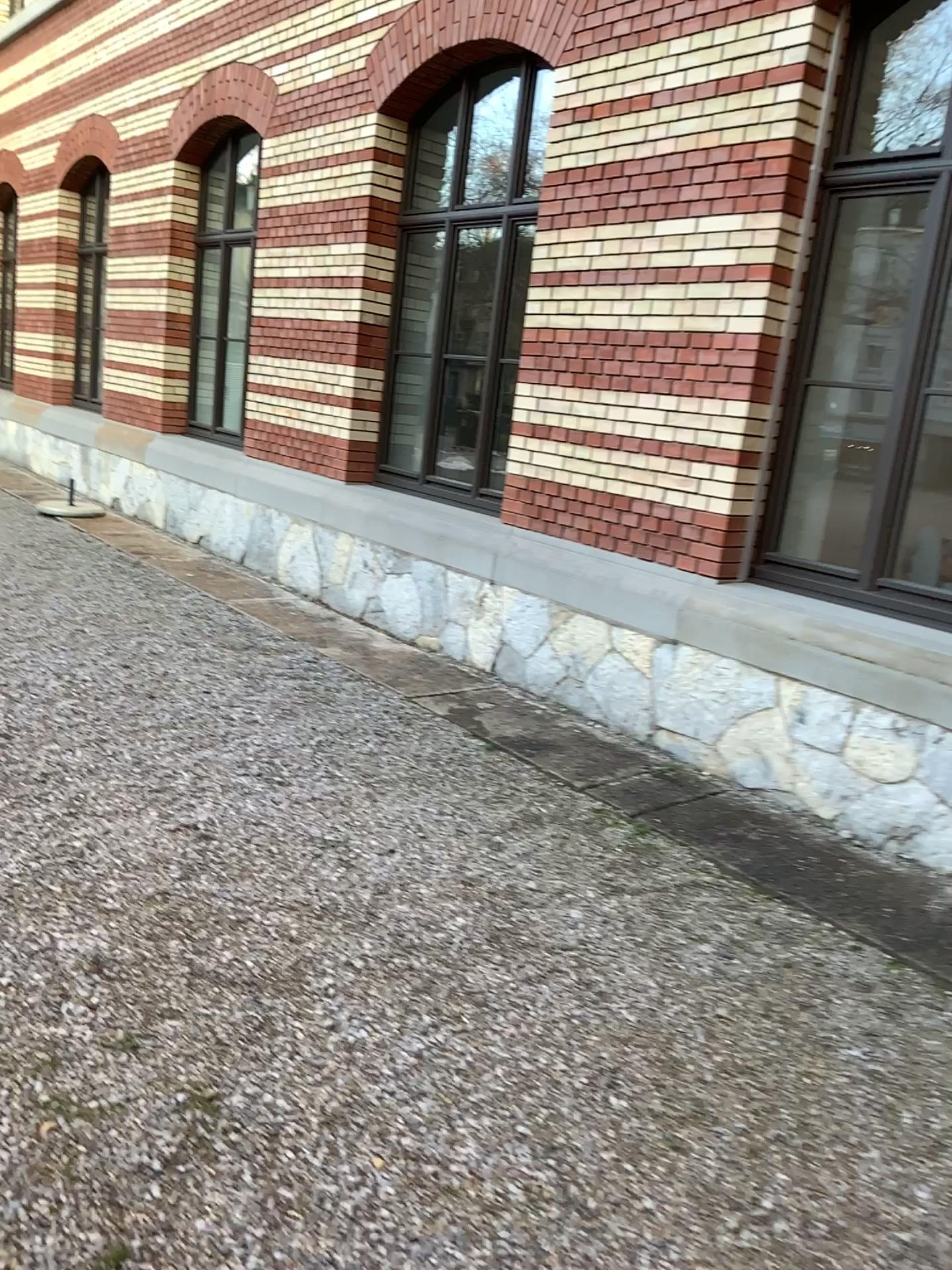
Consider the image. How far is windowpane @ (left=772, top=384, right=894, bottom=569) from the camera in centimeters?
444cm

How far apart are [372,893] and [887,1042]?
1.5 meters

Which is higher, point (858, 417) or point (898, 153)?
point (898, 153)

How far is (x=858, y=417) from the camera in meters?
4.4
